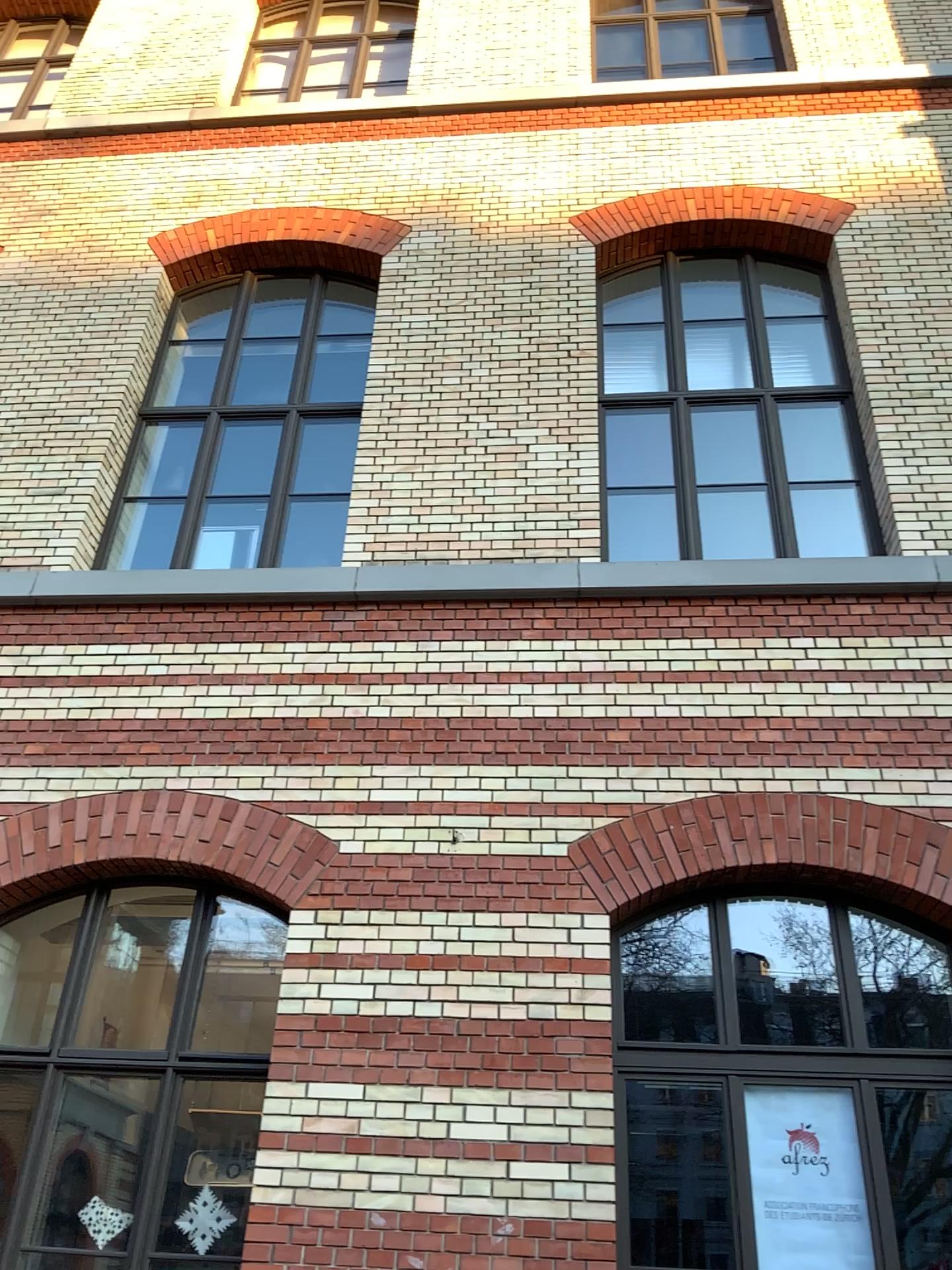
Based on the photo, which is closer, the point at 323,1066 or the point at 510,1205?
the point at 510,1205
